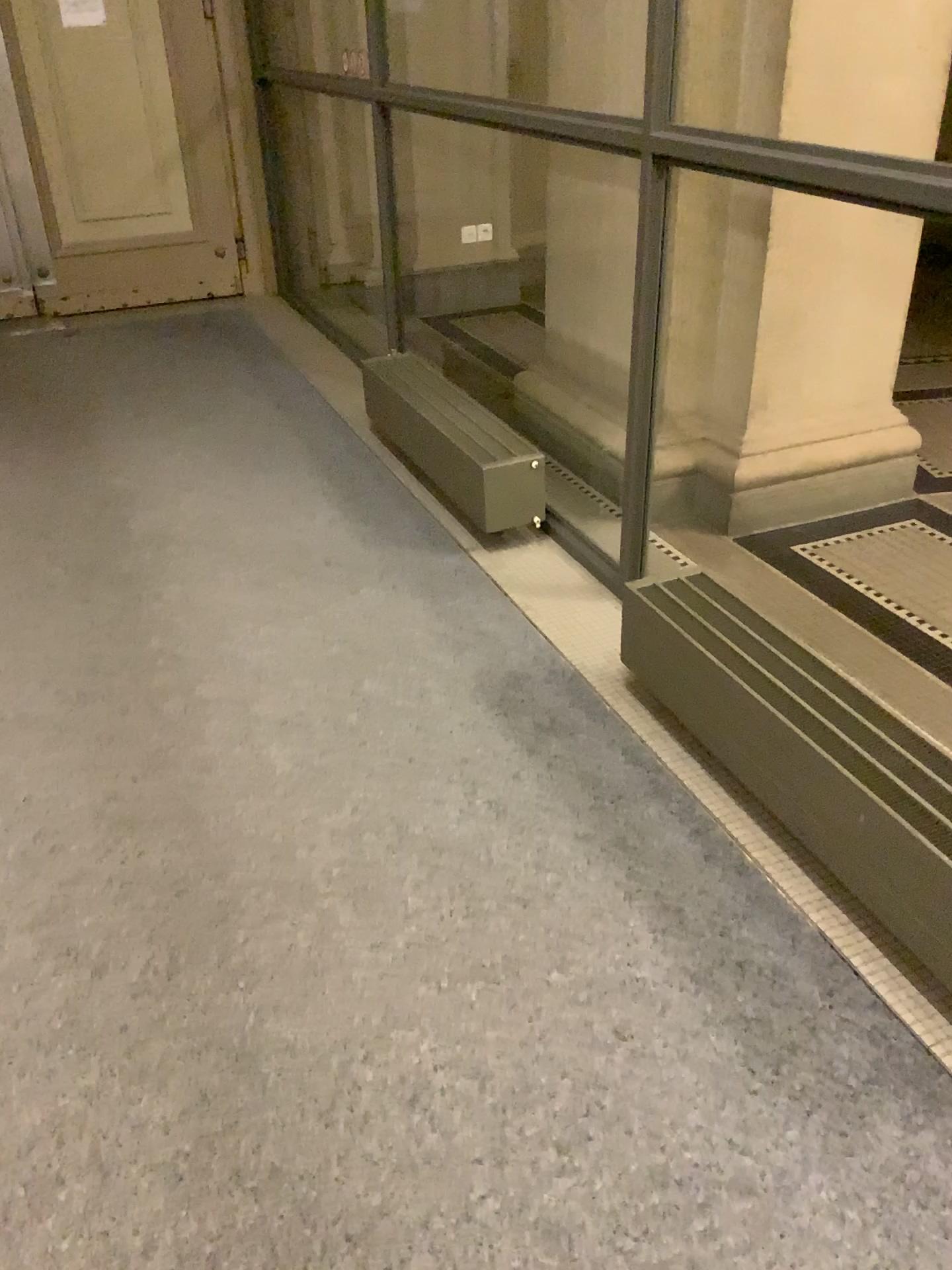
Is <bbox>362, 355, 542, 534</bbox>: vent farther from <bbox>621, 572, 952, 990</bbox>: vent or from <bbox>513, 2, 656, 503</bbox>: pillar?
<bbox>621, 572, 952, 990</bbox>: vent

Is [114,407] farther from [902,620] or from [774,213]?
[902,620]

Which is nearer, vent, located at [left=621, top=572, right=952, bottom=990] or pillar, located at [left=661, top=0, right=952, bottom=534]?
vent, located at [left=621, top=572, right=952, bottom=990]

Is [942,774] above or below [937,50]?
below

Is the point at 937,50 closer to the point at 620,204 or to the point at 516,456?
the point at 620,204

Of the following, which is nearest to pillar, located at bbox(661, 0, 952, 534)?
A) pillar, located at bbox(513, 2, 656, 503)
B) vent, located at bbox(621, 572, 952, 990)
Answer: pillar, located at bbox(513, 2, 656, 503)

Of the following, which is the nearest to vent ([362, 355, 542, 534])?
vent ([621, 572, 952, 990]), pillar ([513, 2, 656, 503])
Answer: pillar ([513, 2, 656, 503])

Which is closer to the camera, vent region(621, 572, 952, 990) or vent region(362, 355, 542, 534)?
vent region(621, 572, 952, 990)

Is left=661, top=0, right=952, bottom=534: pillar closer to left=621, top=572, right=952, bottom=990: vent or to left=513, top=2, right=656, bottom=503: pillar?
left=513, top=2, right=656, bottom=503: pillar

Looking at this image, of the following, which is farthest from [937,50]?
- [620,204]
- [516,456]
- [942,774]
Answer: [942,774]
